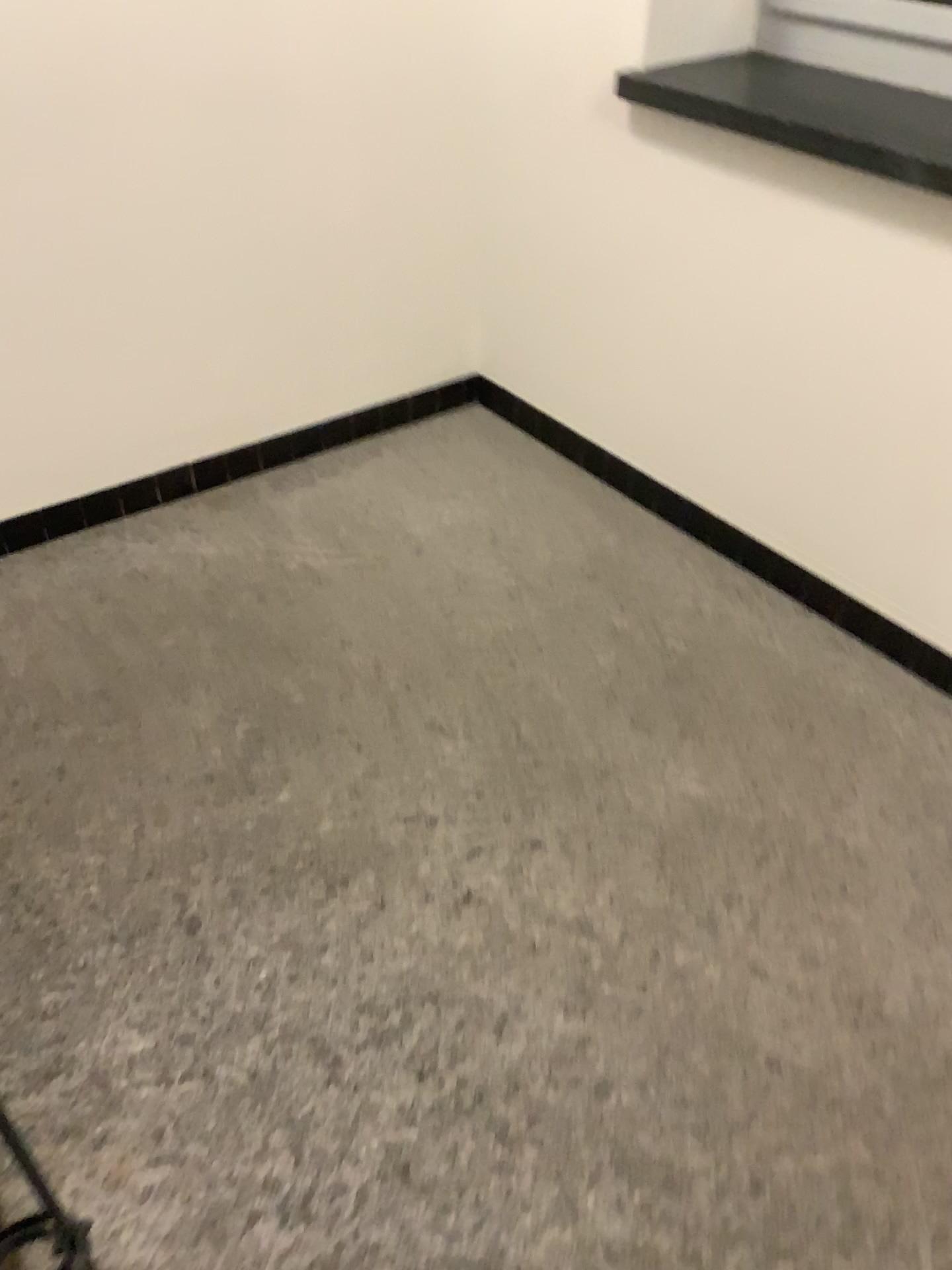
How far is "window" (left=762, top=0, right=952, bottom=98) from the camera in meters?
2.2 m

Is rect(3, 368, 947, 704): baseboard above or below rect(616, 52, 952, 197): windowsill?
below

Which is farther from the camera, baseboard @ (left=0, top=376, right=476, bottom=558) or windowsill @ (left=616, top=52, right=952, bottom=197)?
baseboard @ (left=0, top=376, right=476, bottom=558)

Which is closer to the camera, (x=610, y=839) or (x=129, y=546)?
(x=610, y=839)

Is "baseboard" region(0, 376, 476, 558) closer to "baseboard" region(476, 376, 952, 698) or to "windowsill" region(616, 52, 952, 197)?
"baseboard" region(476, 376, 952, 698)

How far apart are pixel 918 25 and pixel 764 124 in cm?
42

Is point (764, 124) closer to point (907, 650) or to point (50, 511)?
point (907, 650)

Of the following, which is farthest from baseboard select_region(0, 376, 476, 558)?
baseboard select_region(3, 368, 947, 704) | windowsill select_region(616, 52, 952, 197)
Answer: windowsill select_region(616, 52, 952, 197)

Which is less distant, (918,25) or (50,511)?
(918,25)

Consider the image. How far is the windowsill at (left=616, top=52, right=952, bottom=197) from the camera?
2.09m
